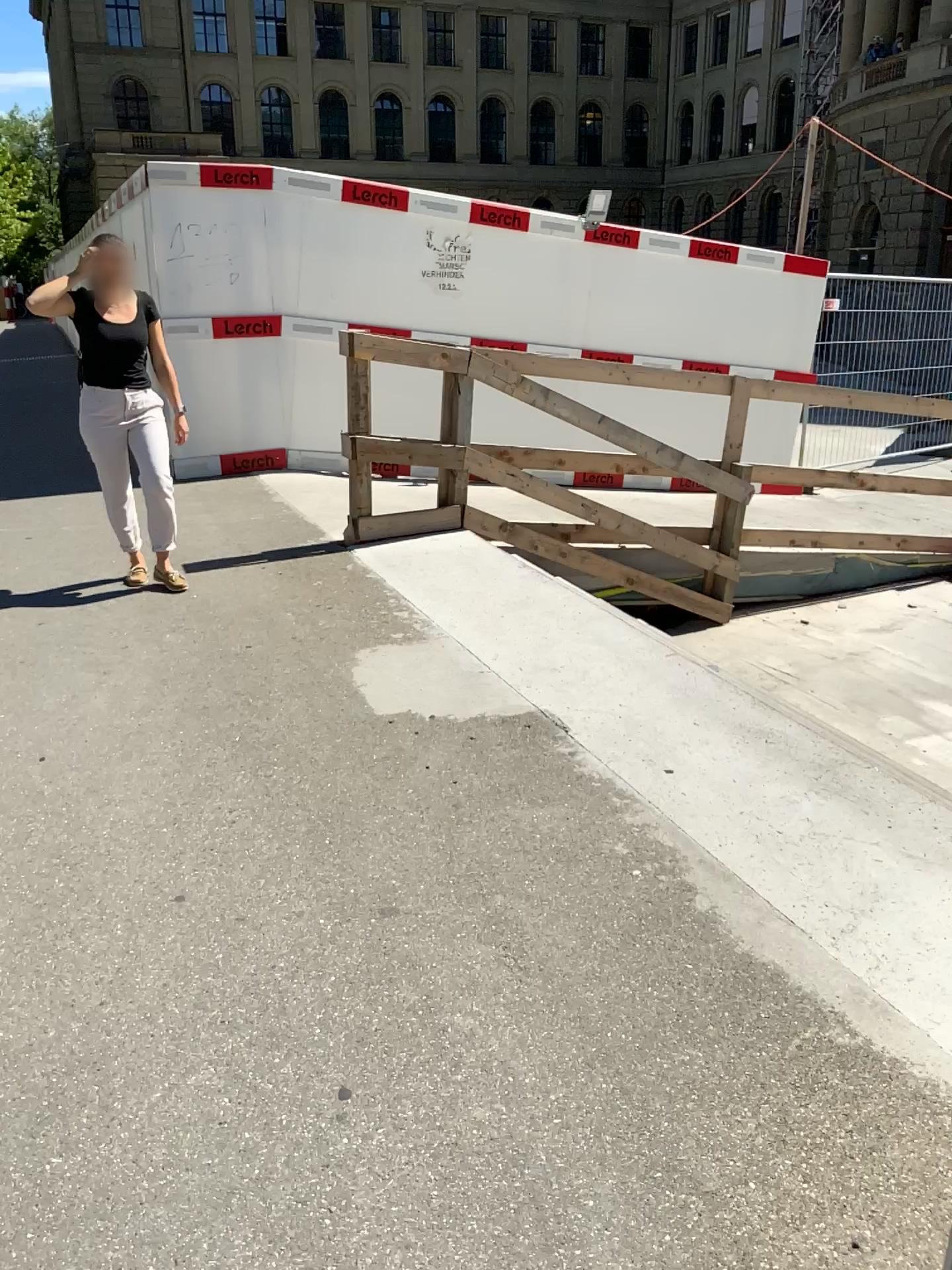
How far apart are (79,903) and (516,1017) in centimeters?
108cm
